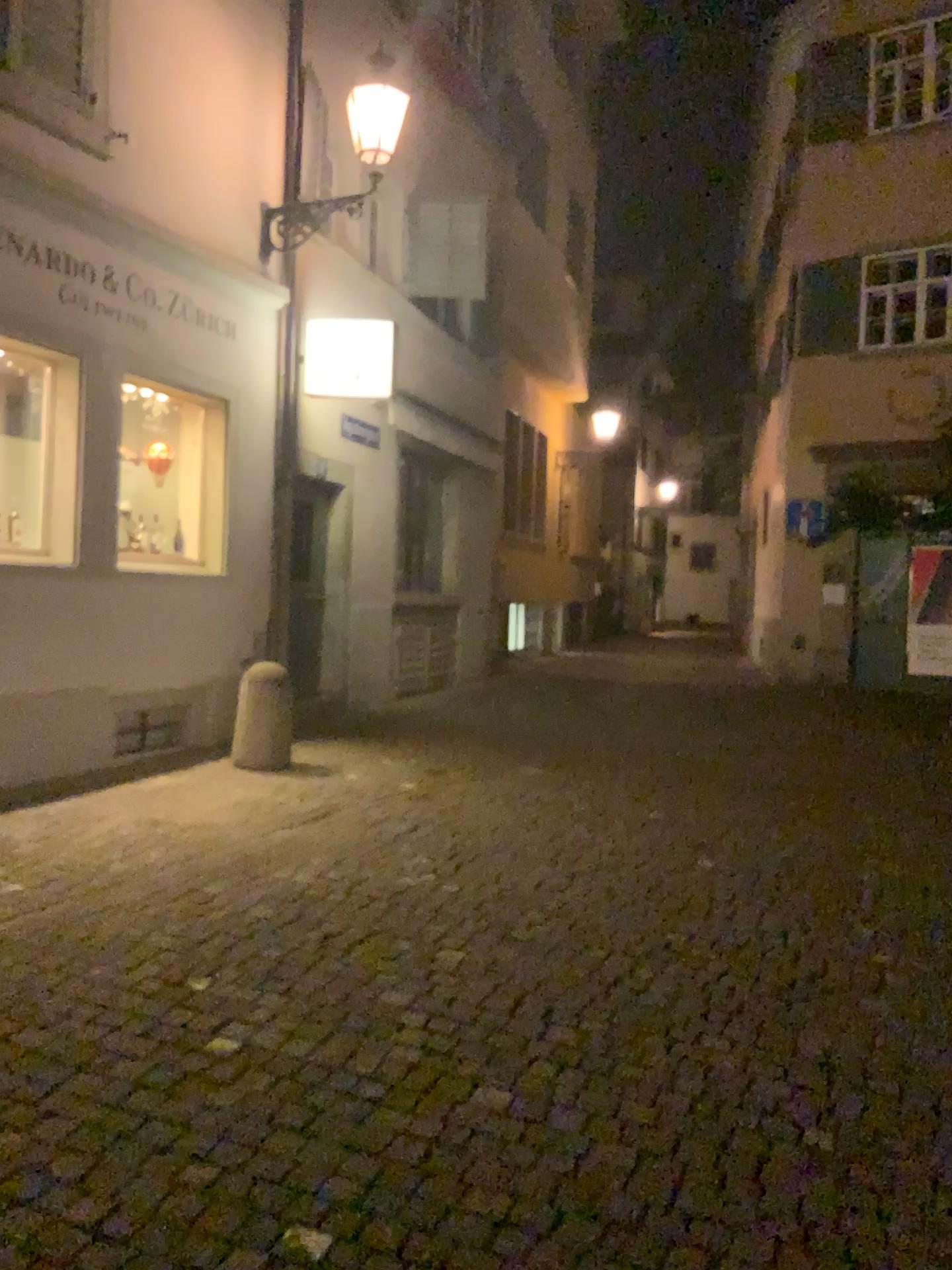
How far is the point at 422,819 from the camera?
5.81m
